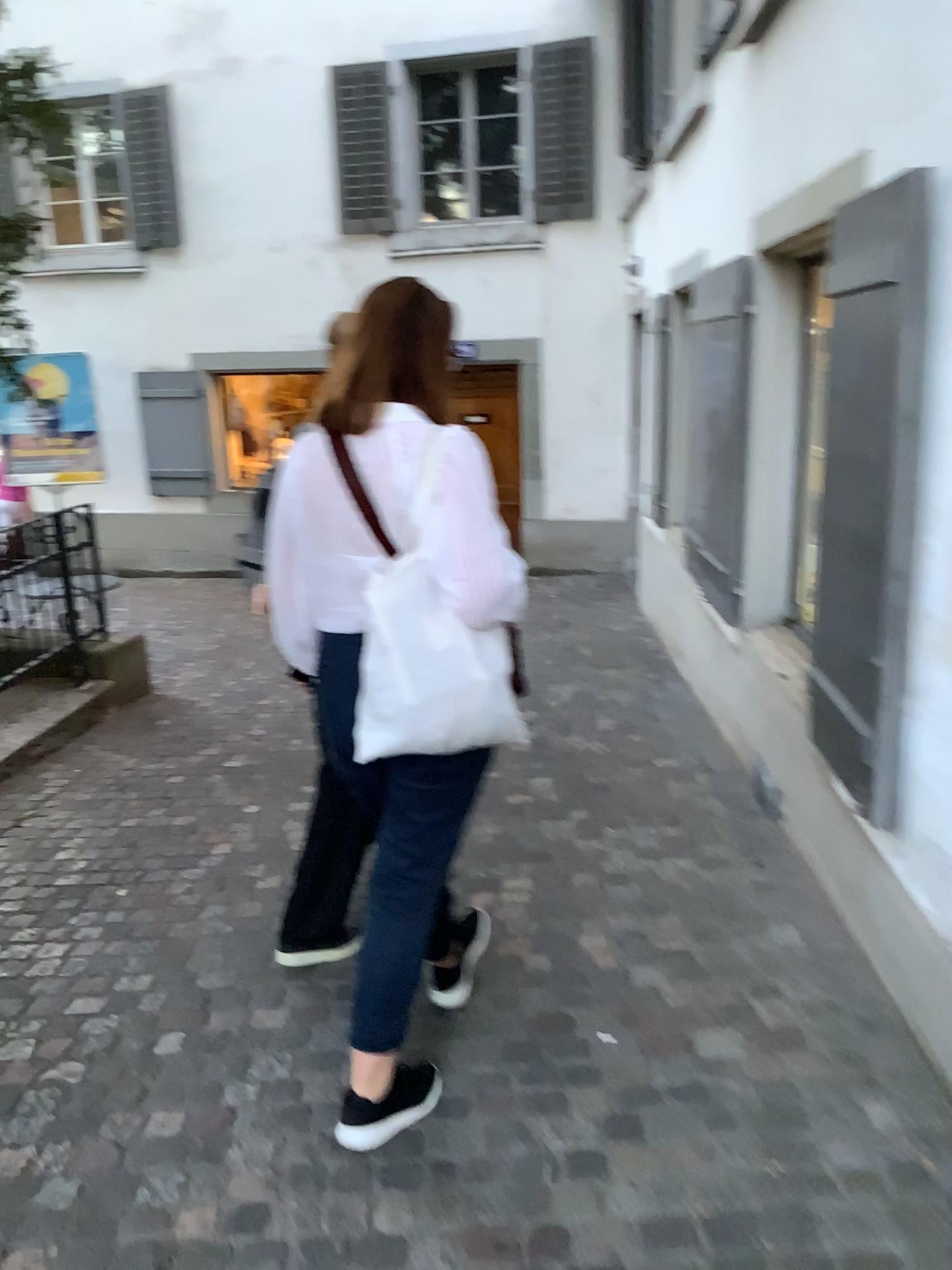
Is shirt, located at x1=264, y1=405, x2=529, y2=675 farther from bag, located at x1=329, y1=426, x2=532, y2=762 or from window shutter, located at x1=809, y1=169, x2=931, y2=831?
window shutter, located at x1=809, y1=169, x2=931, y2=831

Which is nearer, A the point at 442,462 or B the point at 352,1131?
A the point at 442,462

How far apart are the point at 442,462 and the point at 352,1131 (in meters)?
1.34

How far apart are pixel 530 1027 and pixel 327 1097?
0.50m

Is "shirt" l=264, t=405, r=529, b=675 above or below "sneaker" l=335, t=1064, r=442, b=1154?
above

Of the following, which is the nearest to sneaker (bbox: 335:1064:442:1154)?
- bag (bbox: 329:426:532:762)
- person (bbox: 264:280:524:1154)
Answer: person (bbox: 264:280:524:1154)

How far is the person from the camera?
1.8m

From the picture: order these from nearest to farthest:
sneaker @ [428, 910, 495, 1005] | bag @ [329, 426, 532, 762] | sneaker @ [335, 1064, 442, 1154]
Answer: bag @ [329, 426, 532, 762]
sneaker @ [335, 1064, 442, 1154]
sneaker @ [428, 910, 495, 1005]

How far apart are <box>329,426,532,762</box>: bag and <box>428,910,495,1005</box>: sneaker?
0.9 meters

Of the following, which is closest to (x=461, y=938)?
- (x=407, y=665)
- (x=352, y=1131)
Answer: (x=352, y=1131)
